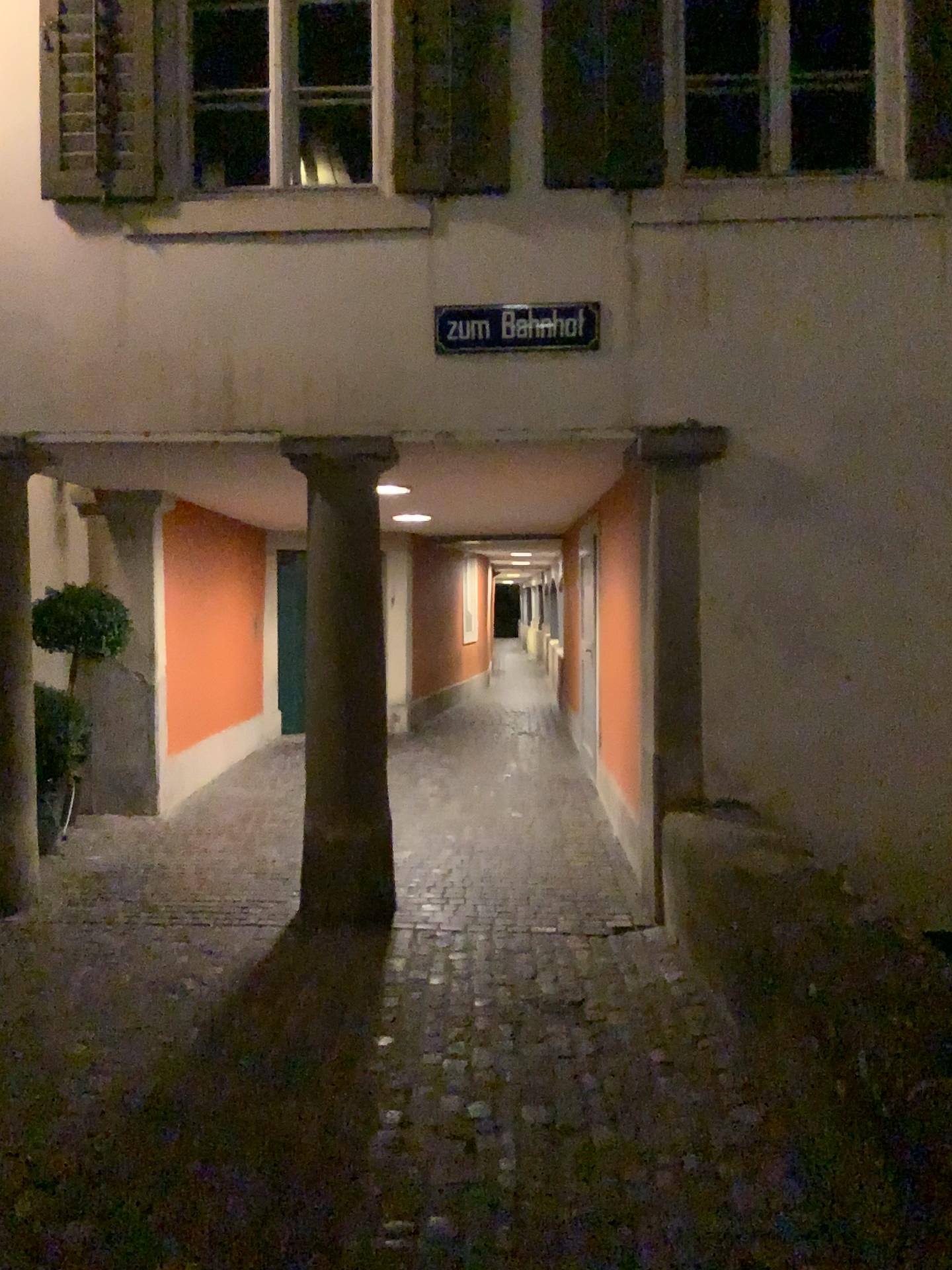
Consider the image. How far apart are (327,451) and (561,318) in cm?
123

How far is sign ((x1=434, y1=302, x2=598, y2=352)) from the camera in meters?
4.8 m

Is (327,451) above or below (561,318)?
below

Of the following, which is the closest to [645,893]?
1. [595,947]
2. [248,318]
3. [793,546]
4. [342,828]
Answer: [595,947]

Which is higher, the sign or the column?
the sign

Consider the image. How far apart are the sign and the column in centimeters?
49cm

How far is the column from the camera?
4.85m

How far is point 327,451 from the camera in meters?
4.8
